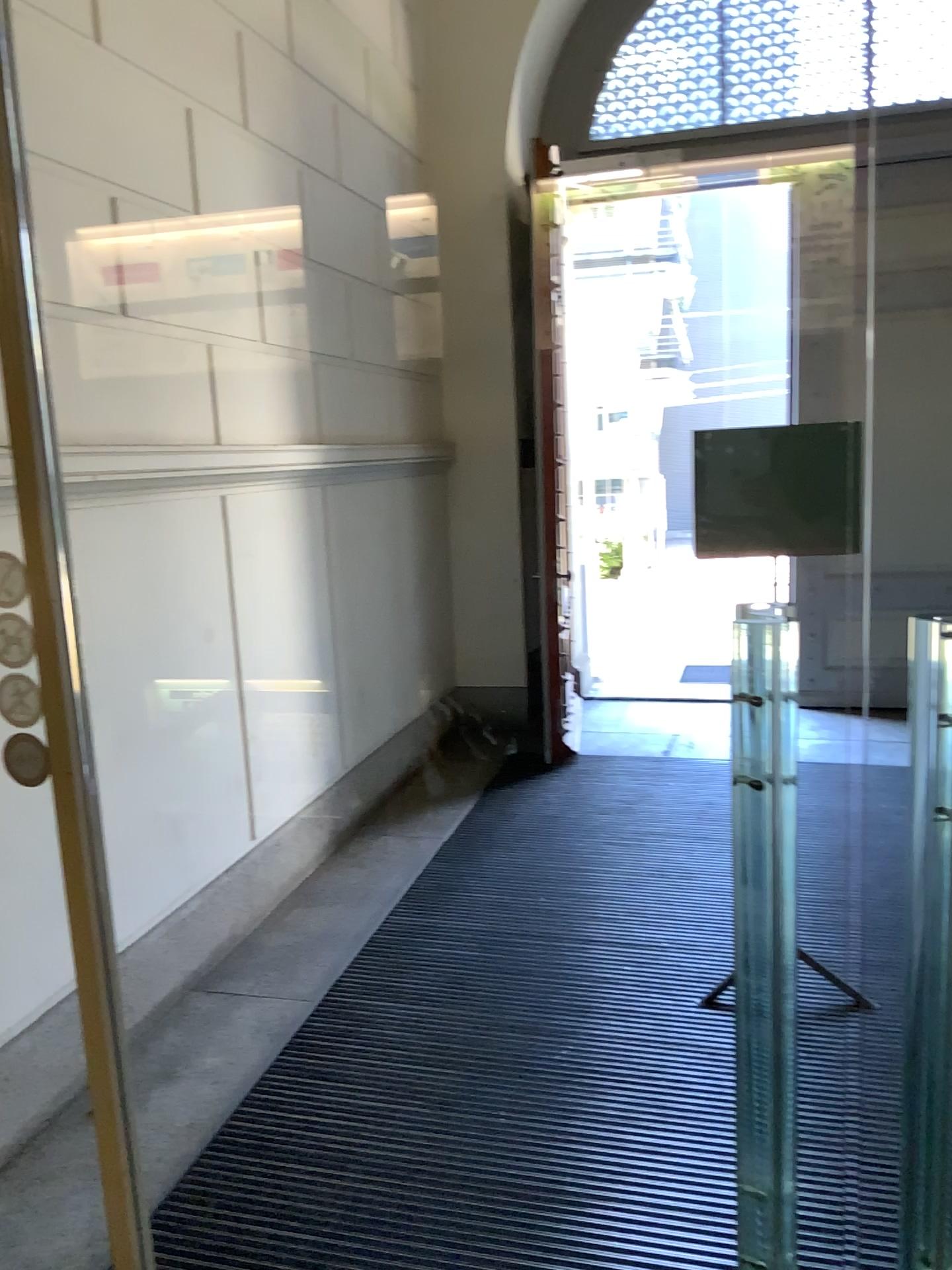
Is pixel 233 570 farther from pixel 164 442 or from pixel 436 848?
pixel 436 848
